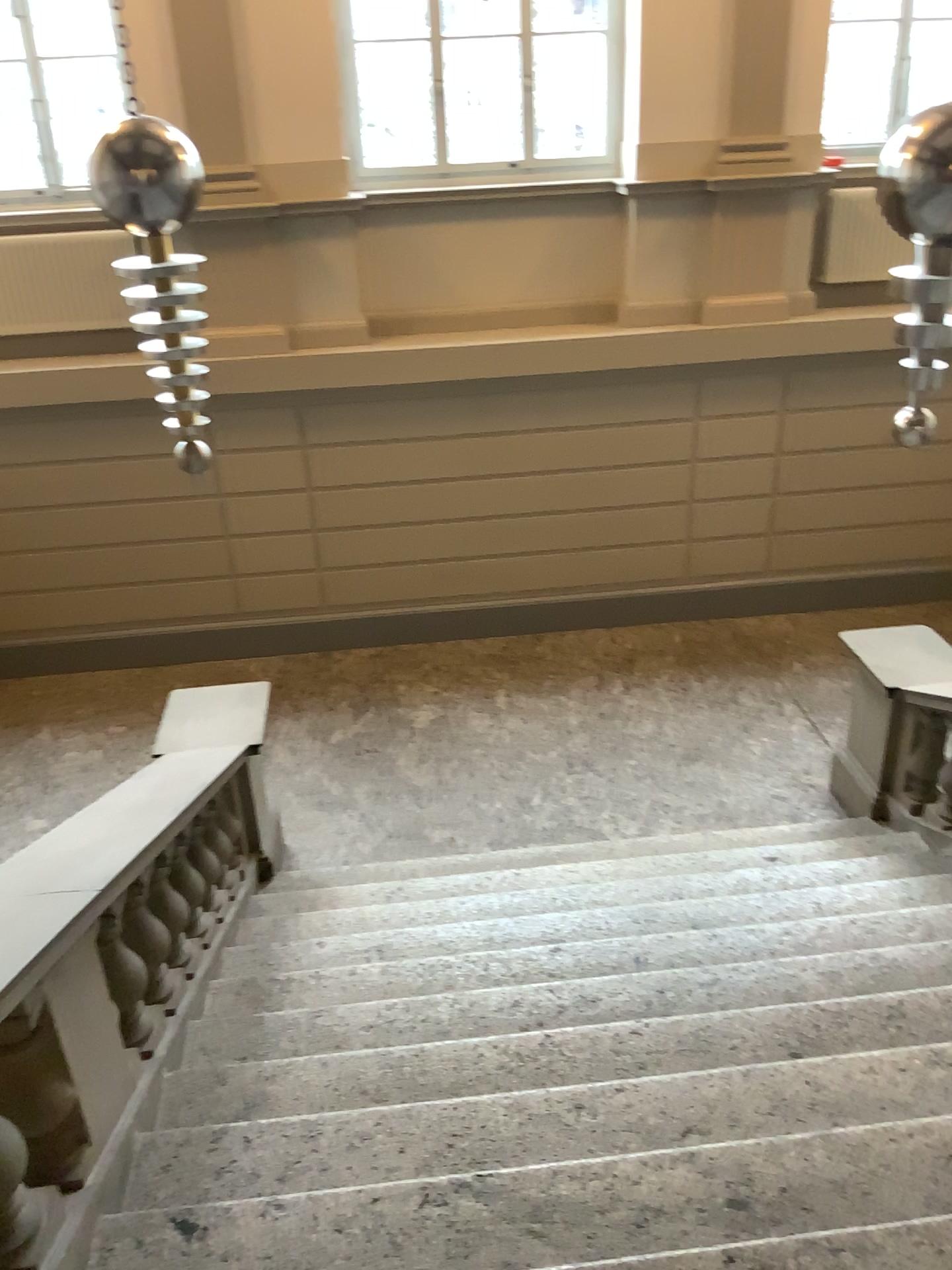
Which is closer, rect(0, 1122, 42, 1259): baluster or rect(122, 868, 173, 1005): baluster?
rect(0, 1122, 42, 1259): baluster

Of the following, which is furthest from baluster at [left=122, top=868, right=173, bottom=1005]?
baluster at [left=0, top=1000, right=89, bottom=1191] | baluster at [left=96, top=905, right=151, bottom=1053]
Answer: baluster at [left=0, top=1000, right=89, bottom=1191]

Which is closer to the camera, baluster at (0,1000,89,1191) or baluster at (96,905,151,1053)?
baluster at (0,1000,89,1191)

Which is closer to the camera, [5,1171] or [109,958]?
[5,1171]

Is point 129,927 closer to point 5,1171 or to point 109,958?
point 109,958

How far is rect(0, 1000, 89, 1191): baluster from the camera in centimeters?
222cm

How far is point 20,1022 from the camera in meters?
2.2 m

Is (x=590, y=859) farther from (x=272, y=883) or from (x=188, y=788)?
(x=188, y=788)

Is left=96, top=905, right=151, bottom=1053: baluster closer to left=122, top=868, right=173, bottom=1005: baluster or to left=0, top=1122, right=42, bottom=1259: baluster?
left=122, top=868, right=173, bottom=1005: baluster

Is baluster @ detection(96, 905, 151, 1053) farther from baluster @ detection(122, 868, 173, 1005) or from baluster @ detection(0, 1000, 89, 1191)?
baluster @ detection(0, 1000, 89, 1191)
